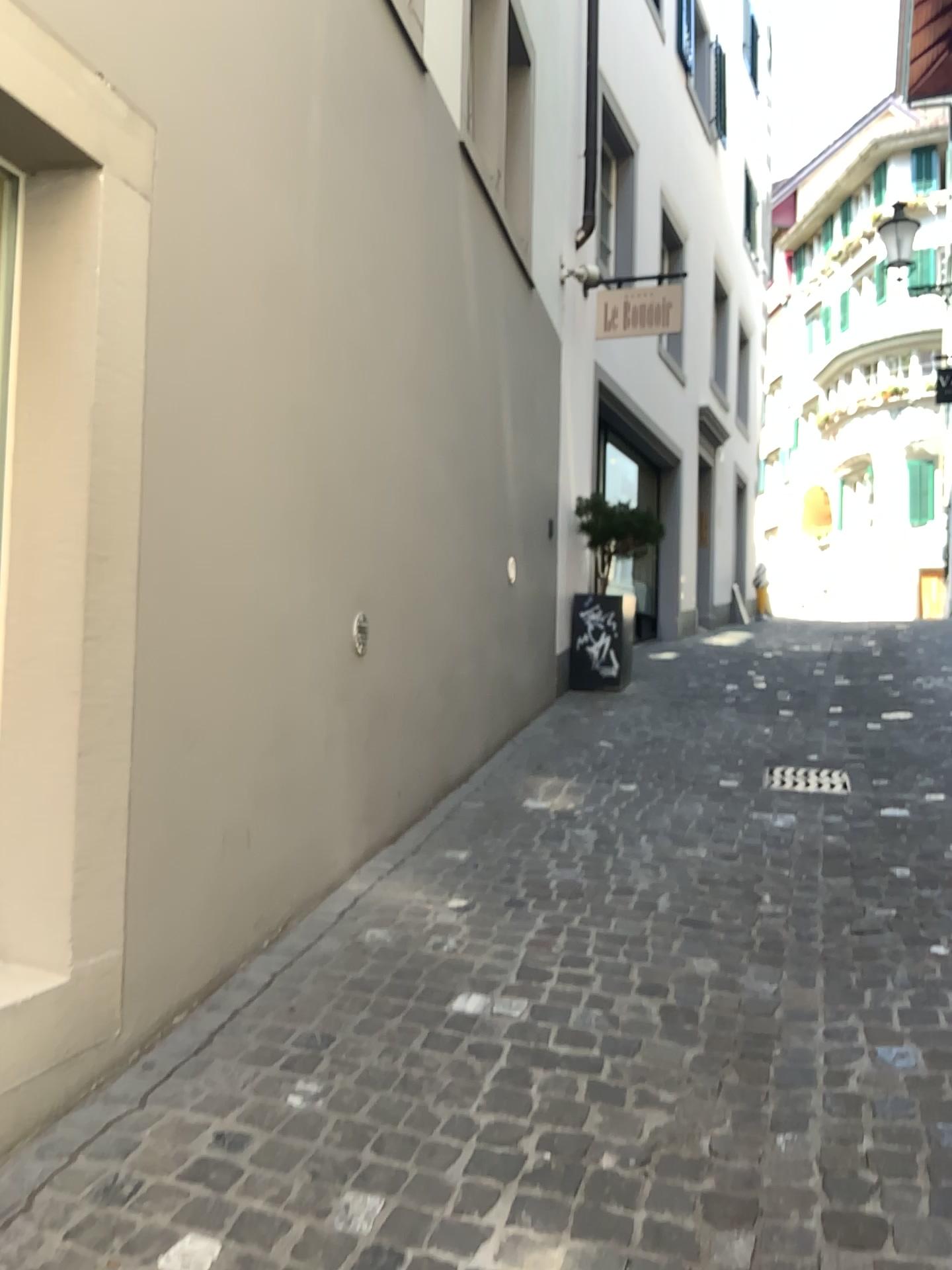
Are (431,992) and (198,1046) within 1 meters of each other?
yes

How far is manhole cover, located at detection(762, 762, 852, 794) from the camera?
5.07m

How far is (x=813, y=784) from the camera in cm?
507
